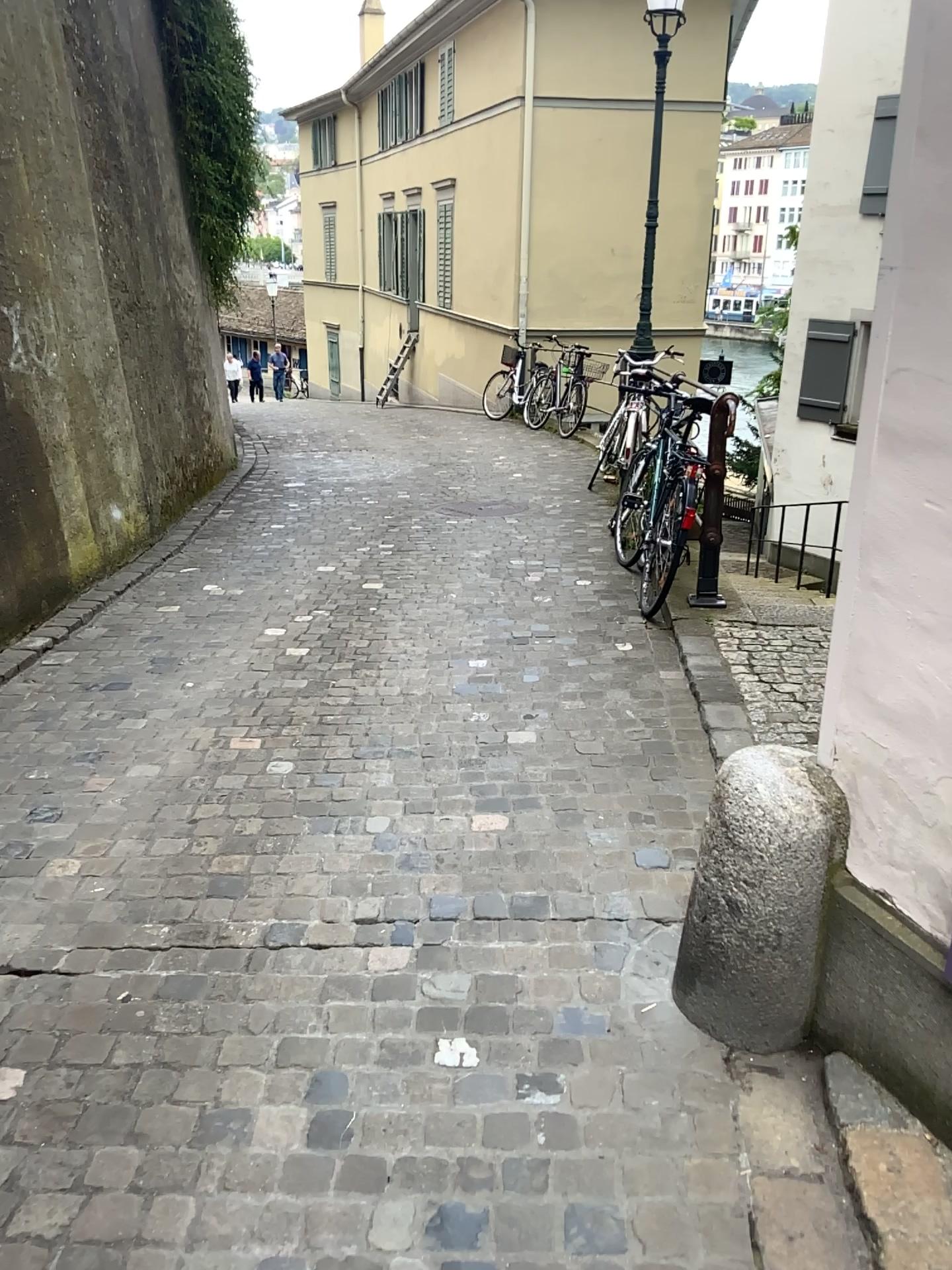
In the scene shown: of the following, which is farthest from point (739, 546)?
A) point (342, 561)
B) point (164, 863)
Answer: point (164, 863)
